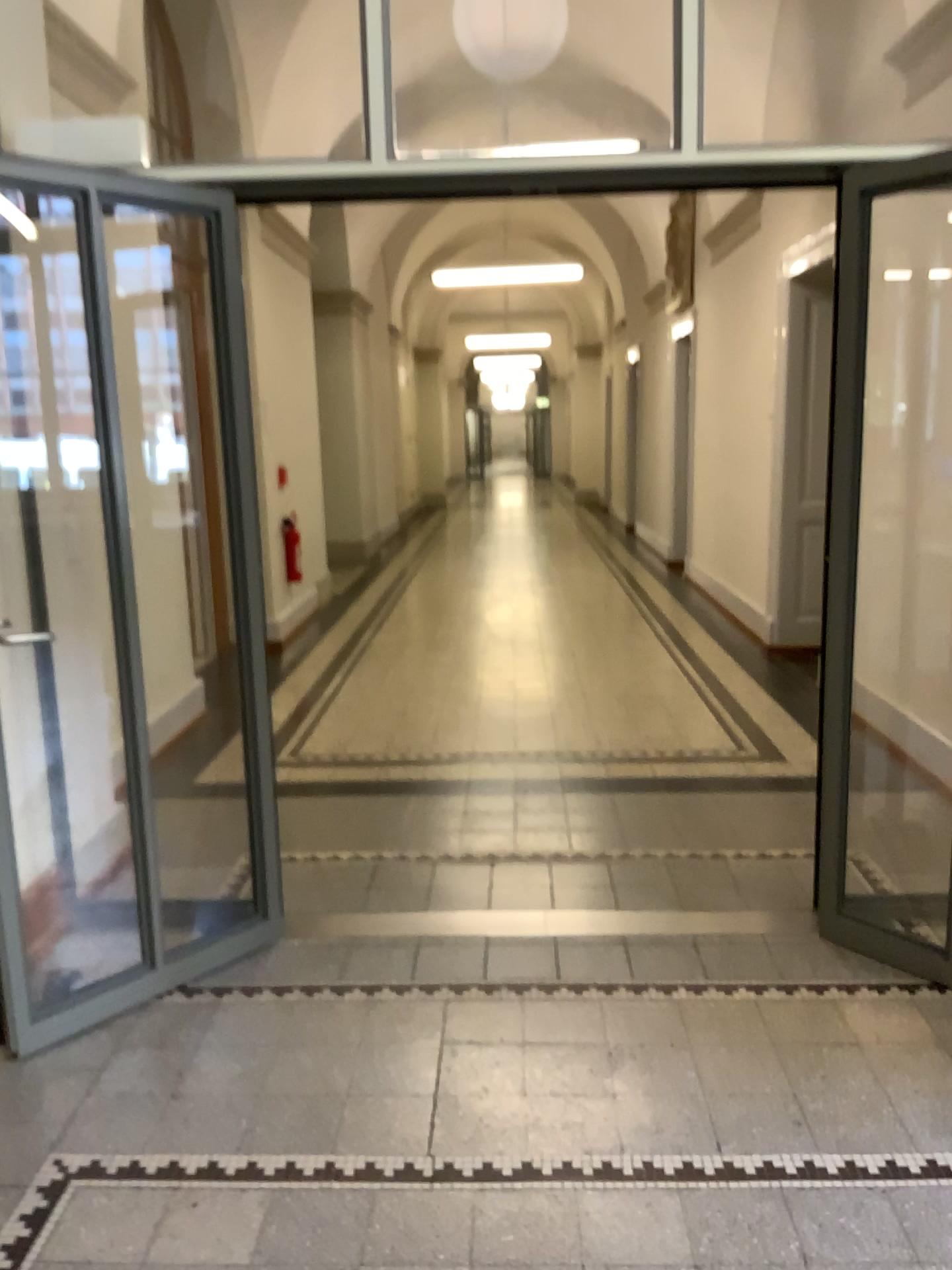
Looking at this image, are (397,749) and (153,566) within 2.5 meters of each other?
yes
